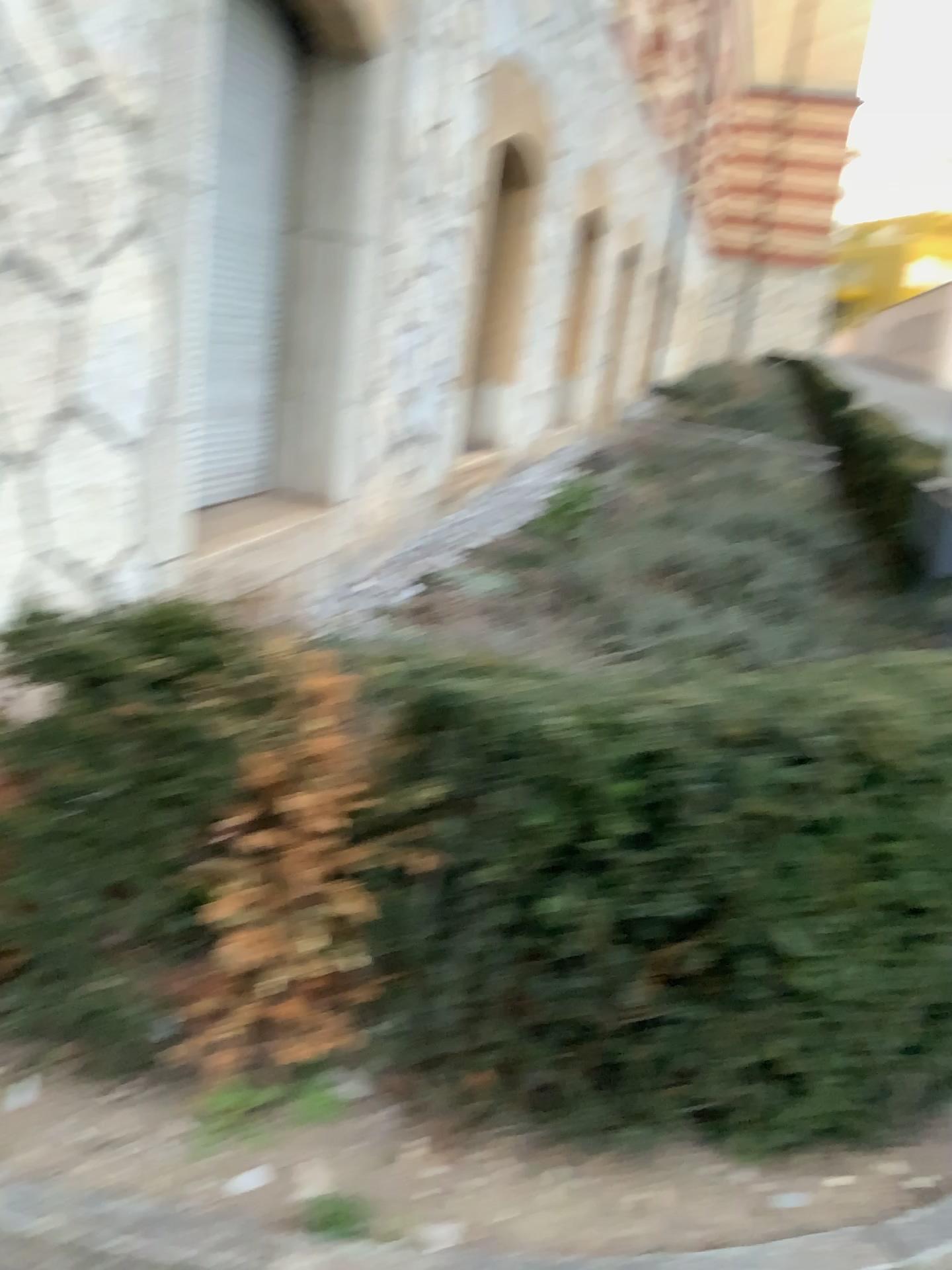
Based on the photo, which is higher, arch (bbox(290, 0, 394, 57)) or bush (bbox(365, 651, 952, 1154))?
arch (bbox(290, 0, 394, 57))

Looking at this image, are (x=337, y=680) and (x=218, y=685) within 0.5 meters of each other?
yes

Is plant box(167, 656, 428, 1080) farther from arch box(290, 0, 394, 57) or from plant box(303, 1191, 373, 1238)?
arch box(290, 0, 394, 57)

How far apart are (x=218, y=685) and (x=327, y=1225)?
0.8 meters

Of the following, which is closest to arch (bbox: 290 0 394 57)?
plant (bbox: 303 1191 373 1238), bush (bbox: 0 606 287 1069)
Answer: bush (bbox: 0 606 287 1069)

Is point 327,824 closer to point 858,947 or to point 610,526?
point 858,947

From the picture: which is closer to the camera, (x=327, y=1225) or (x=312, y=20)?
(x=327, y=1225)

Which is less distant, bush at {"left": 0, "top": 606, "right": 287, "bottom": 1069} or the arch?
bush at {"left": 0, "top": 606, "right": 287, "bottom": 1069}

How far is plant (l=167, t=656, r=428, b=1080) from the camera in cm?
172

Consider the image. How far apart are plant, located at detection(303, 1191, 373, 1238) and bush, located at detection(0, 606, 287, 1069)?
0.4 meters
